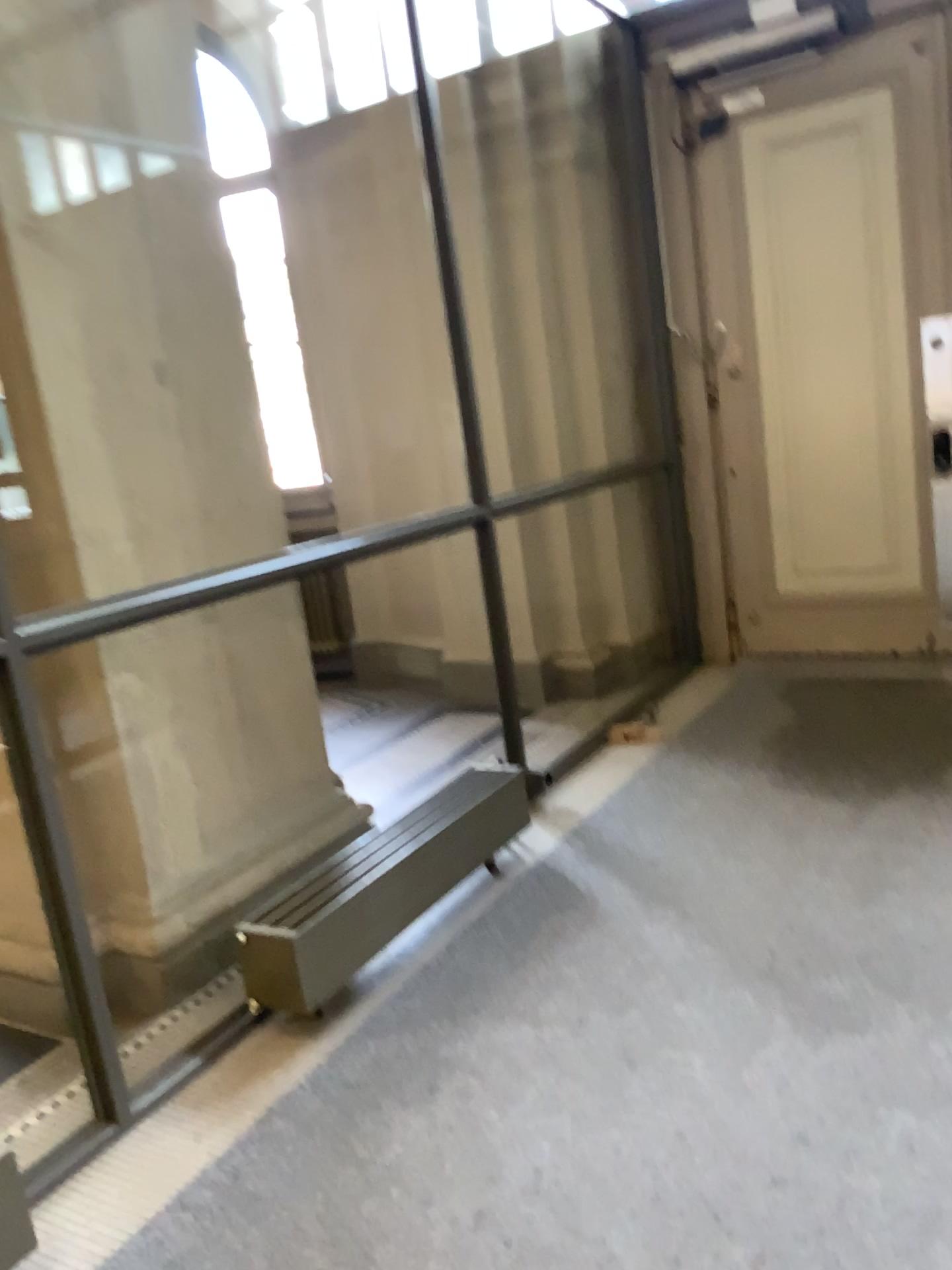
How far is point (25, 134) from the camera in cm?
270

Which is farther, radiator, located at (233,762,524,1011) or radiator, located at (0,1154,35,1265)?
radiator, located at (233,762,524,1011)

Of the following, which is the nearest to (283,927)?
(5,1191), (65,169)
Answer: (5,1191)

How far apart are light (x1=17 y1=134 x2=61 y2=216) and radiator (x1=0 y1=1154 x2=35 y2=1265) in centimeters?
223cm

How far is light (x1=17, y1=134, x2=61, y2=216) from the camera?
2.7 meters

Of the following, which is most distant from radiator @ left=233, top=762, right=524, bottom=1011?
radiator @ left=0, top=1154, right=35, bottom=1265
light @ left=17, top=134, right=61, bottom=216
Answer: light @ left=17, top=134, right=61, bottom=216

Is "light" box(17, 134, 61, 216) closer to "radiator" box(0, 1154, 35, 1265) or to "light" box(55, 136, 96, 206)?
"light" box(55, 136, 96, 206)

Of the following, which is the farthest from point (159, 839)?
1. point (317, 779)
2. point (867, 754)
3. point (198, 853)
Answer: point (867, 754)

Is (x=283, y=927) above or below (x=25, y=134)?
below

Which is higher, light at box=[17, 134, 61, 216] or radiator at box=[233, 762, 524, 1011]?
light at box=[17, 134, 61, 216]
